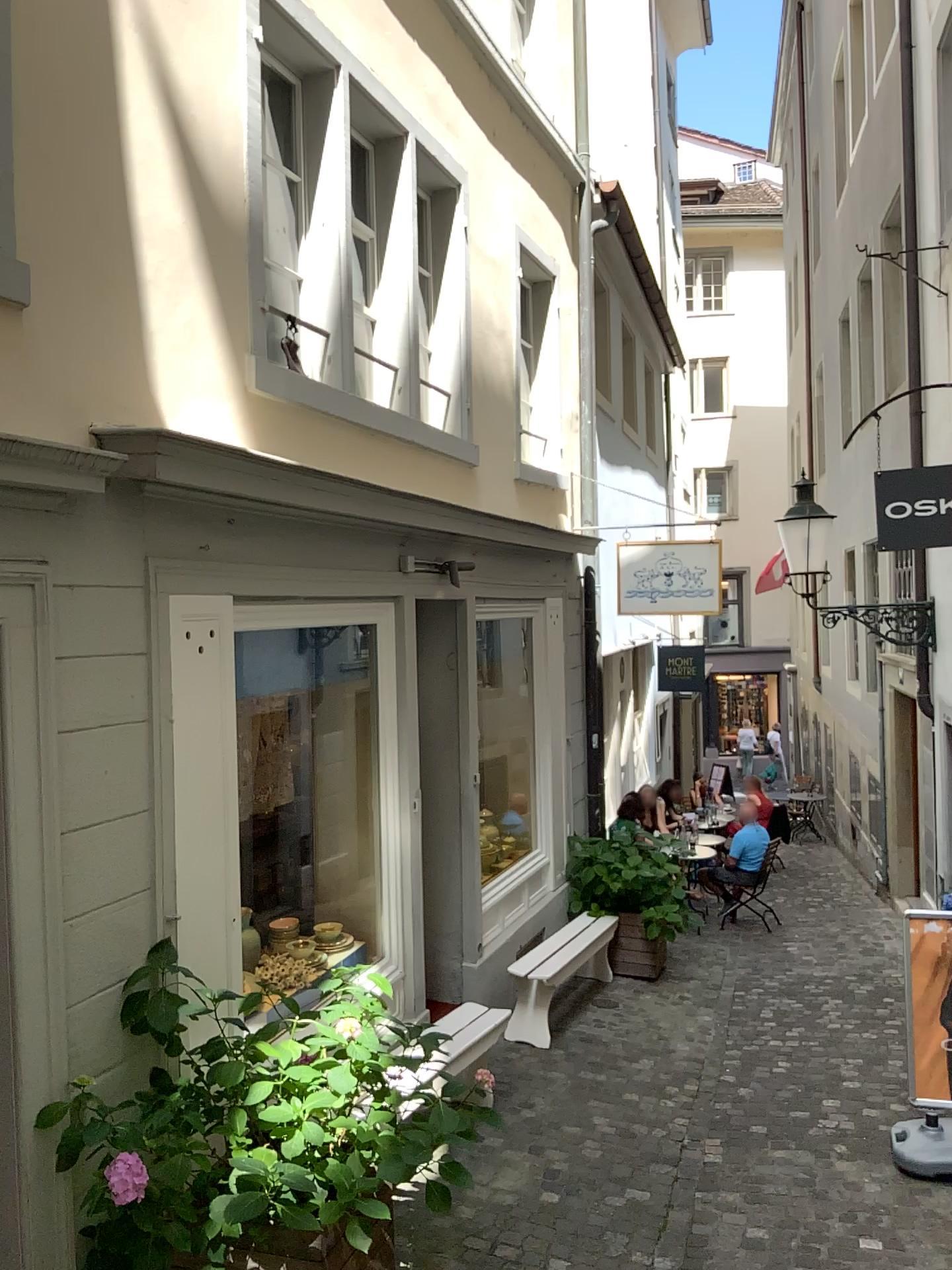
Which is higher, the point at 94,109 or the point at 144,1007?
the point at 94,109
